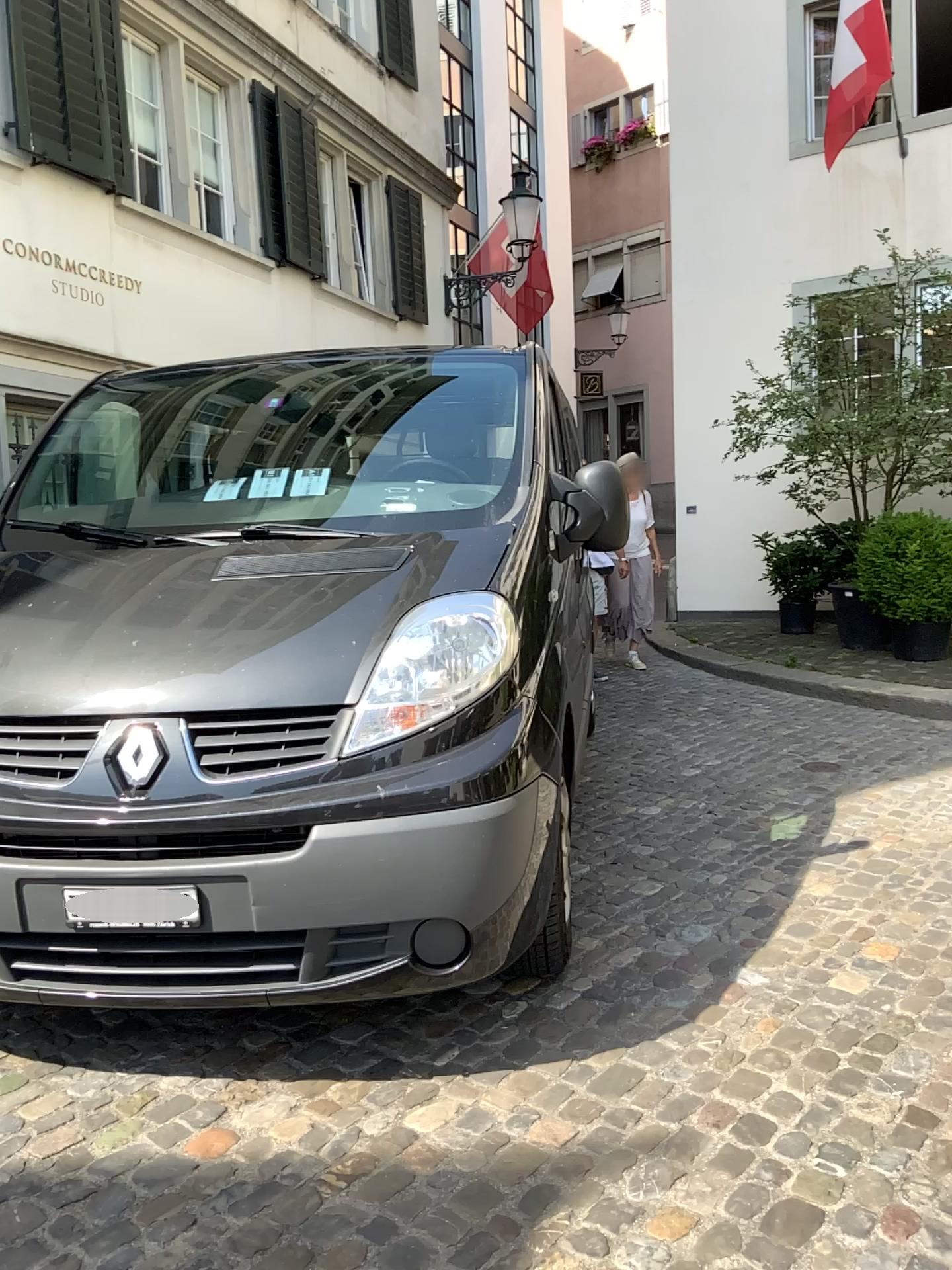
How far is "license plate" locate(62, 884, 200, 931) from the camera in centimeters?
234cm

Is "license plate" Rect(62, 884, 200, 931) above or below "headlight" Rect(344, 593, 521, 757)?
below

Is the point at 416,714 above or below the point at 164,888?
above

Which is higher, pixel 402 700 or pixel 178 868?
pixel 402 700

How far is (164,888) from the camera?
2.3 meters
